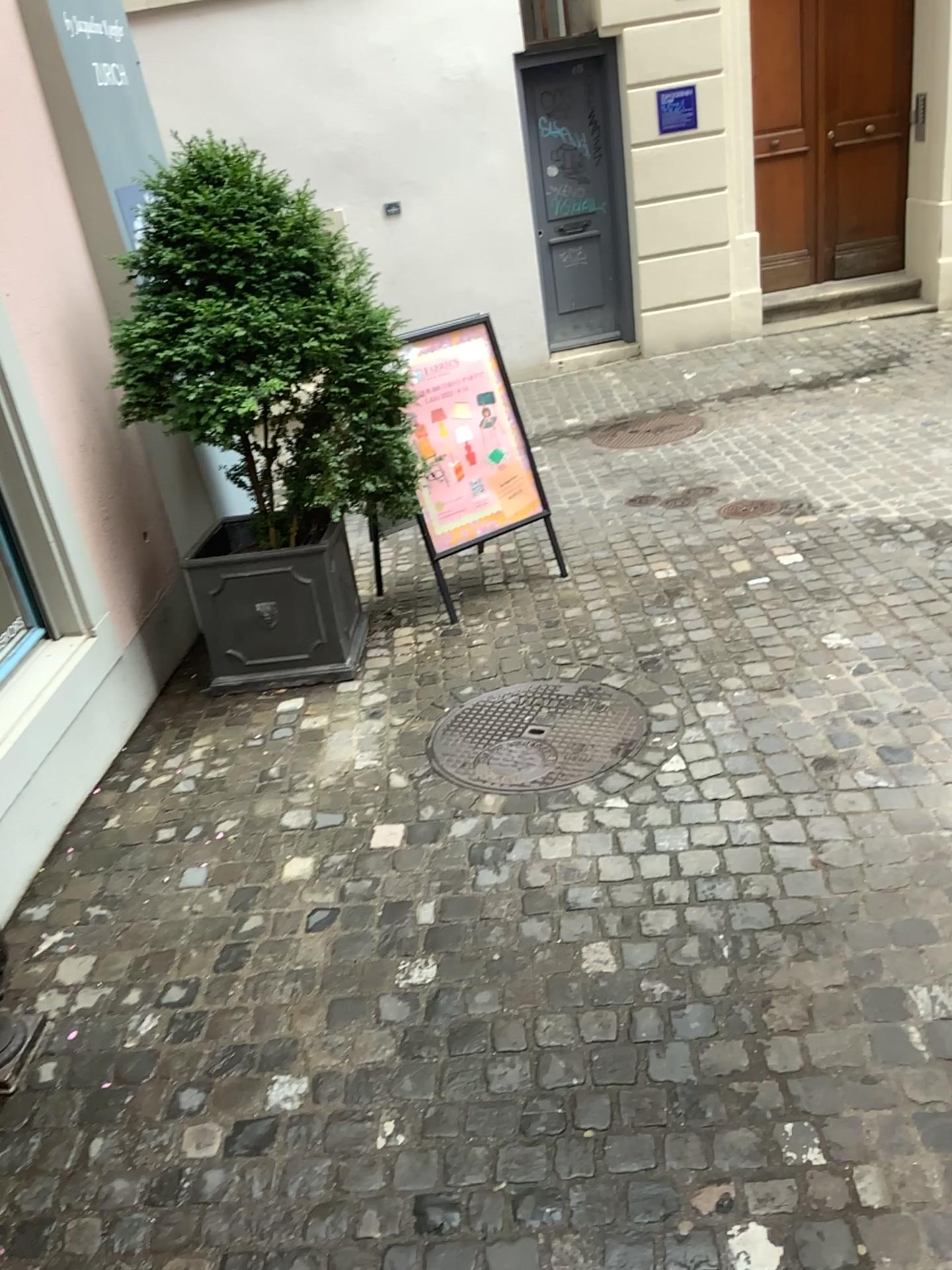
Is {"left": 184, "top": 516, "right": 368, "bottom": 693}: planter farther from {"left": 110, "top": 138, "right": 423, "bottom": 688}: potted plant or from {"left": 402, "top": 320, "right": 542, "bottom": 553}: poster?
{"left": 402, "top": 320, "right": 542, "bottom": 553}: poster

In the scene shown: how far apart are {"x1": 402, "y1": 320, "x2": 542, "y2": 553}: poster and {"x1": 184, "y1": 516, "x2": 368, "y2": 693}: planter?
0.4m

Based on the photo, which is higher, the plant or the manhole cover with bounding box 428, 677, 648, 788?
the plant

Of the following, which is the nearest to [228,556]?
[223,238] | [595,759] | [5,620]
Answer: [5,620]

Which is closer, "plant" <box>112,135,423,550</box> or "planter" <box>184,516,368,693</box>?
"plant" <box>112,135,423,550</box>

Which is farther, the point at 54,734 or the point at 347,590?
the point at 347,590

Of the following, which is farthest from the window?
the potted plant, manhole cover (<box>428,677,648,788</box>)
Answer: manhole cover (<box>428,677,648,788</box>)

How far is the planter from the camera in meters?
3.8 m

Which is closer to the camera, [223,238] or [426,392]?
[223,238]

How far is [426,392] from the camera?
4.32m
